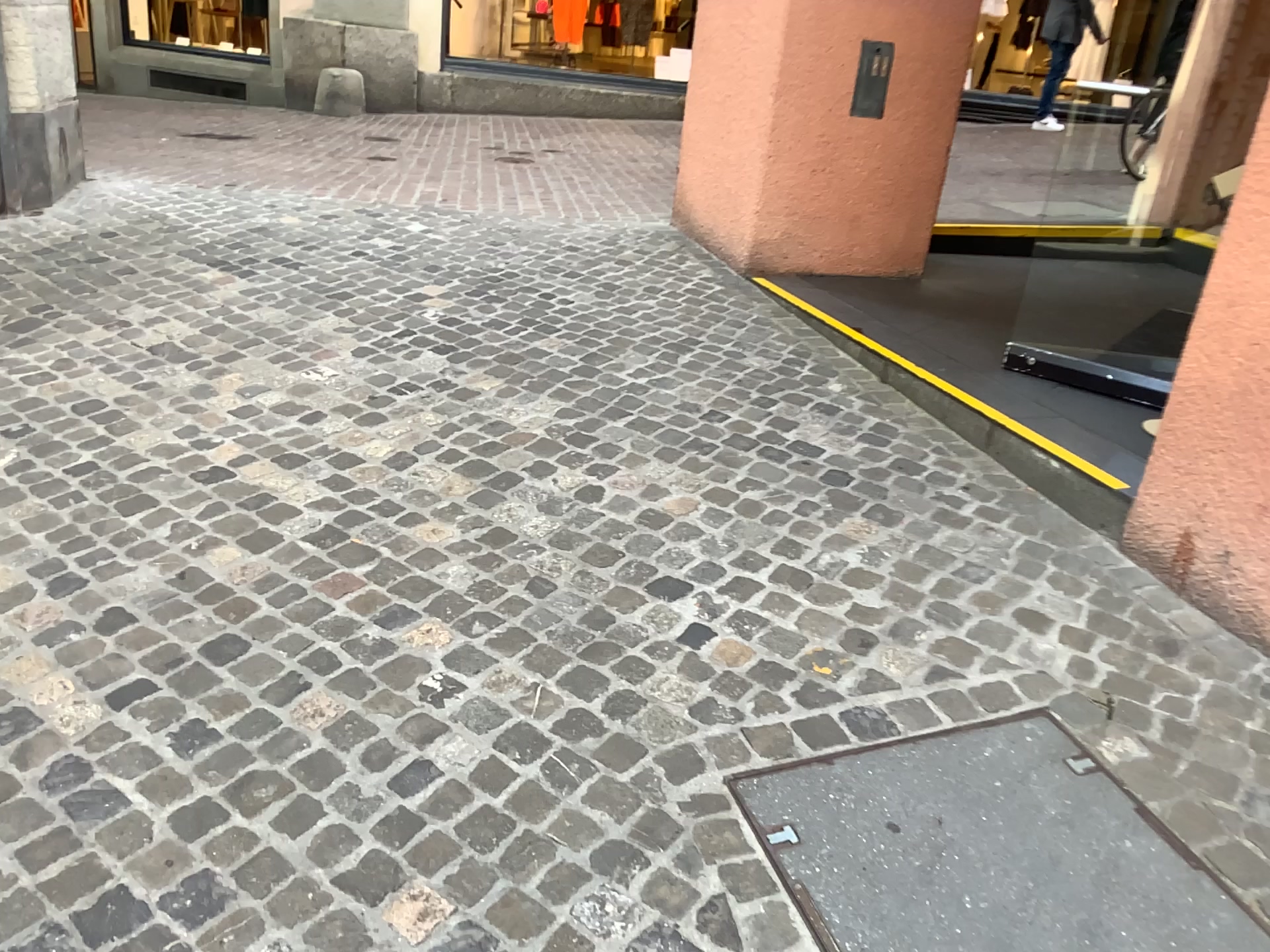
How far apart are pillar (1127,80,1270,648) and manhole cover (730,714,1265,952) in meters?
0.6

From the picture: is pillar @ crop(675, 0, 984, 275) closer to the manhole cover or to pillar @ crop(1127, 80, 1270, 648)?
pillar @ crop(1127, 80, 1270, 648)

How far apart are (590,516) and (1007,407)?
1.38m

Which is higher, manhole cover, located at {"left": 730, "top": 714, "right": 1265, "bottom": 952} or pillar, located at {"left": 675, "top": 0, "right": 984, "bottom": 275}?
pillar, located at {"left": 675, "top": 0, "right": 984, "bottom": 275}

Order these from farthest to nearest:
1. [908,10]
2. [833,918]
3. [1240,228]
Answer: [908,10], [1240,228], [833,918]

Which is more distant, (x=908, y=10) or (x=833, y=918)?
(x=908, y=10)

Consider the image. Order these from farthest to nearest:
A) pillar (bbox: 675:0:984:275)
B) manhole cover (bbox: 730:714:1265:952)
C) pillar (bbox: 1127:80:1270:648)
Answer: pillar (bbox: 675:0:984:275), pillar (bbox: 1127:80:1270:648), manhole cover (bbox: 730:714:1265:952)

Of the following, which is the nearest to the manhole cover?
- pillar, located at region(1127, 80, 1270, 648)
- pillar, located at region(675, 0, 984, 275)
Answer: pillar, located at region(1127, 80, 1270, 648)

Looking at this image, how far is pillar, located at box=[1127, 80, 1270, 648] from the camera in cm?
231

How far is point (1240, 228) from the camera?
2.31m
